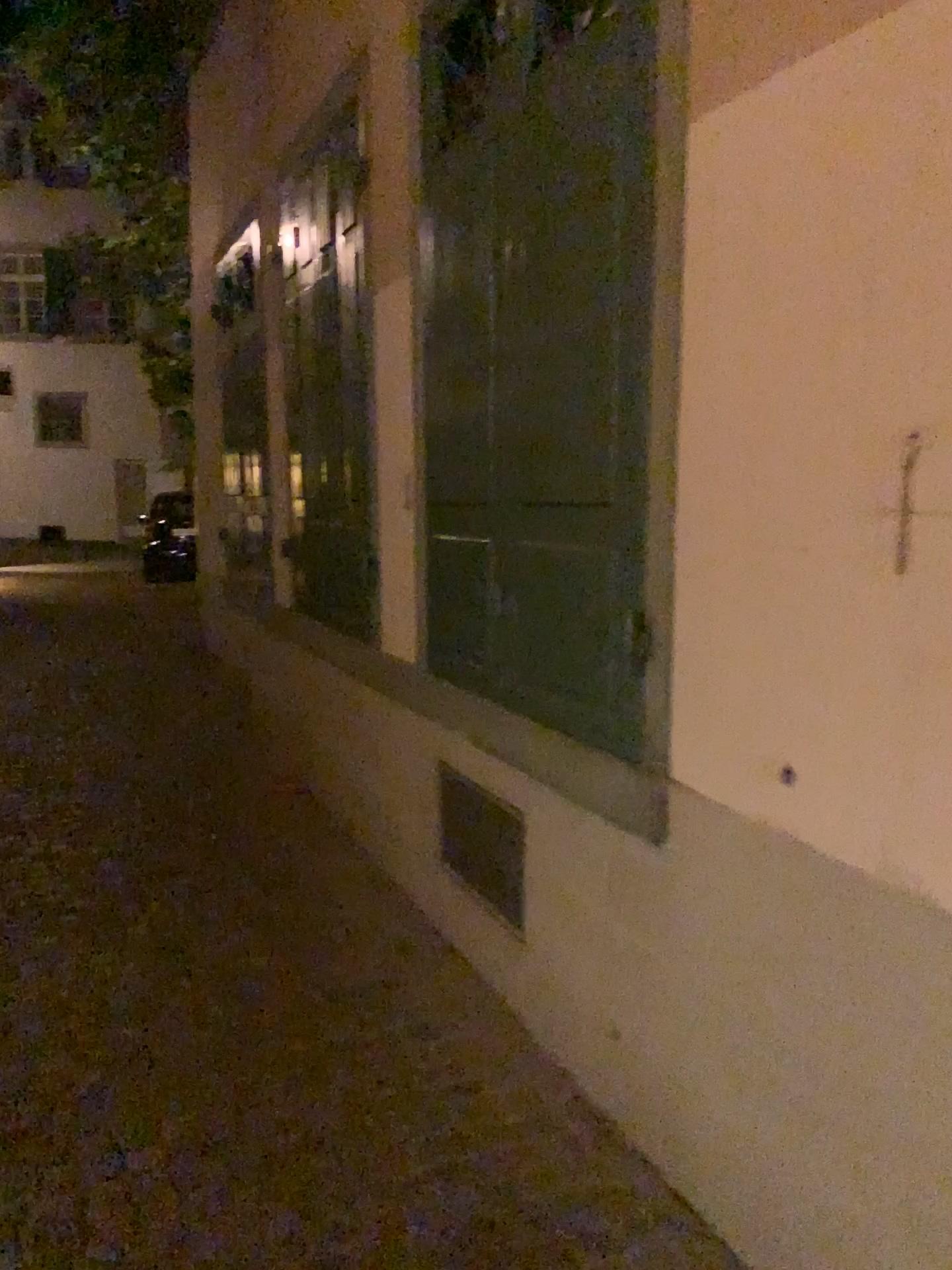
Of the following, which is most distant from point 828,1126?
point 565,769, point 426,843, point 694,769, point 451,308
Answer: point 451,308
